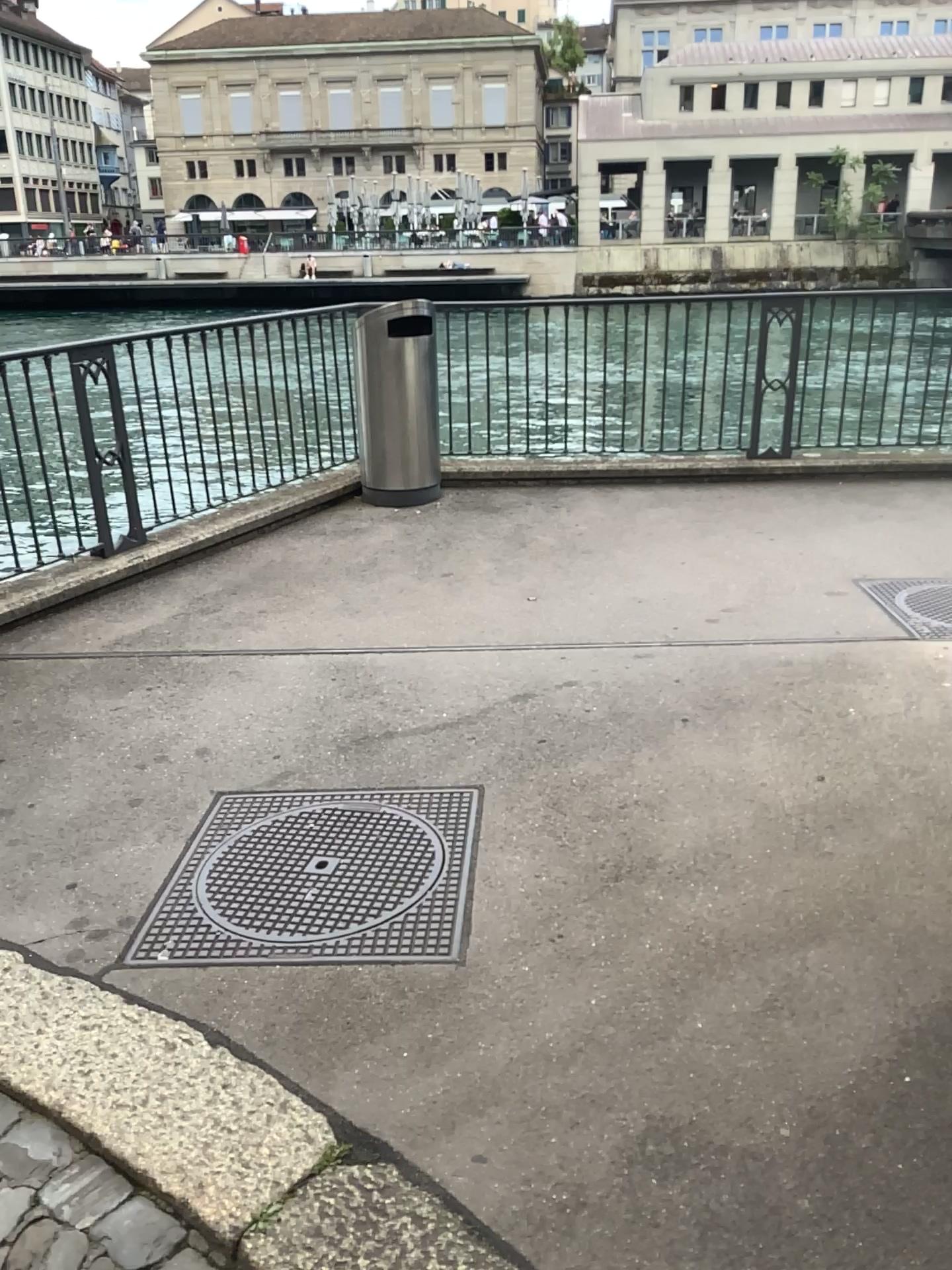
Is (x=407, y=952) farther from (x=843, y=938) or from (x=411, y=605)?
(x=411, y=605)
